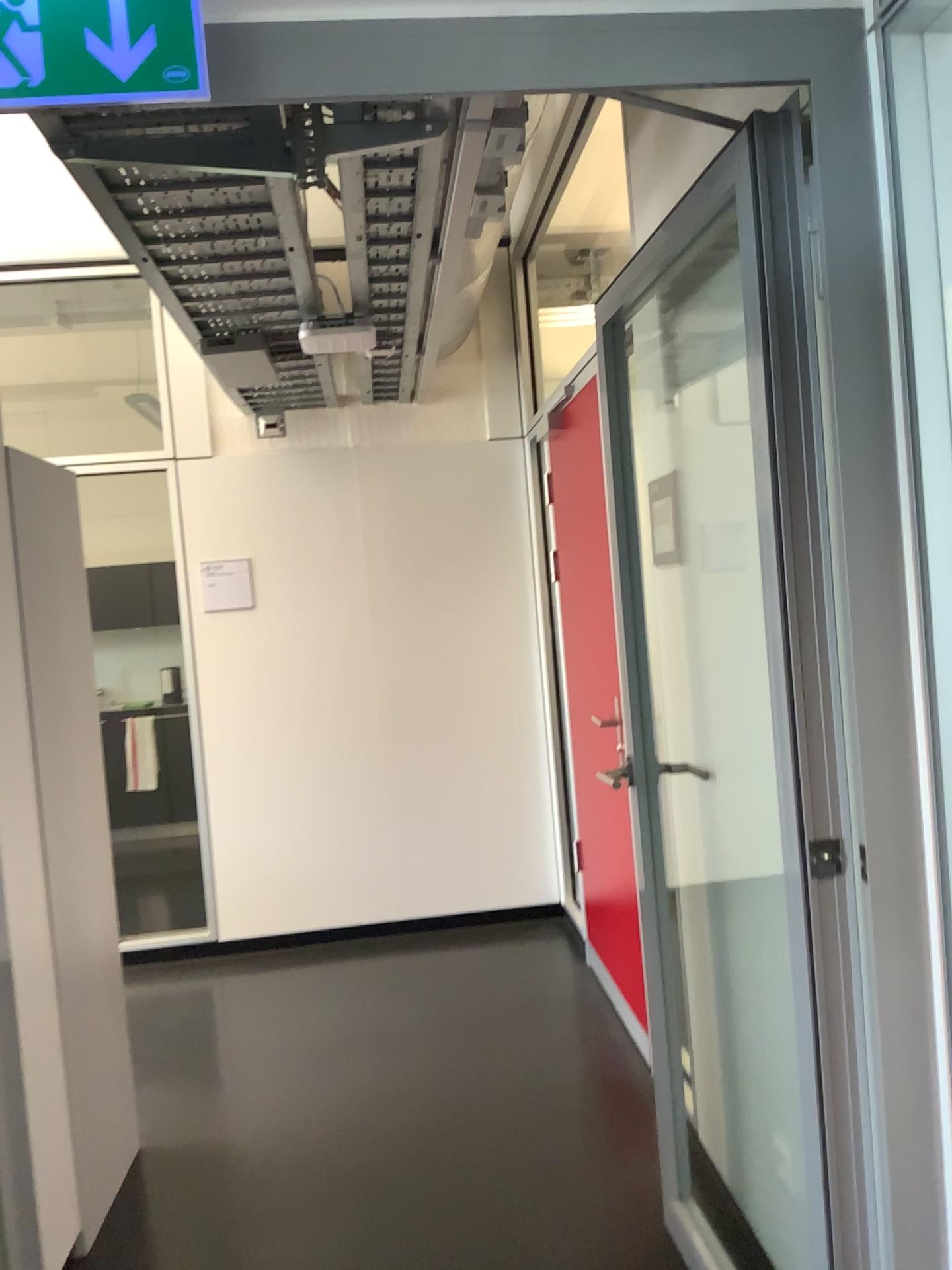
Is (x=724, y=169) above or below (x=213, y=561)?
above

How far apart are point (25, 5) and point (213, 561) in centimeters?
A: 339cm

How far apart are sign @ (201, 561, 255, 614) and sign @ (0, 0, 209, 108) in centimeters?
333cm

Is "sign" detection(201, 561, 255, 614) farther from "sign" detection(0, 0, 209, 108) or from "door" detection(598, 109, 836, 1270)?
"sign" detection(0, 0, 209, 108)

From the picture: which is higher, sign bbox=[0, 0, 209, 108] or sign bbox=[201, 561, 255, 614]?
sign bbox=[0, 0, 209, 108]

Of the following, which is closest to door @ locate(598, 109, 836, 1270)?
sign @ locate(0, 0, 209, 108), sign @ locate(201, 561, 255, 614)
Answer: sign @ locate(0, 0, 209, 108)

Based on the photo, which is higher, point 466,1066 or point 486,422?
point 486,422

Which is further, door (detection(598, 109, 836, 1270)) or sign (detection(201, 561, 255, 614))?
sign (detection(201, 561, 255, 614))

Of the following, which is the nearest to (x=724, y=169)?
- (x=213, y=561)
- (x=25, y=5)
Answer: (x=25, y=5)

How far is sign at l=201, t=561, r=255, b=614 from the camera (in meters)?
4.53
